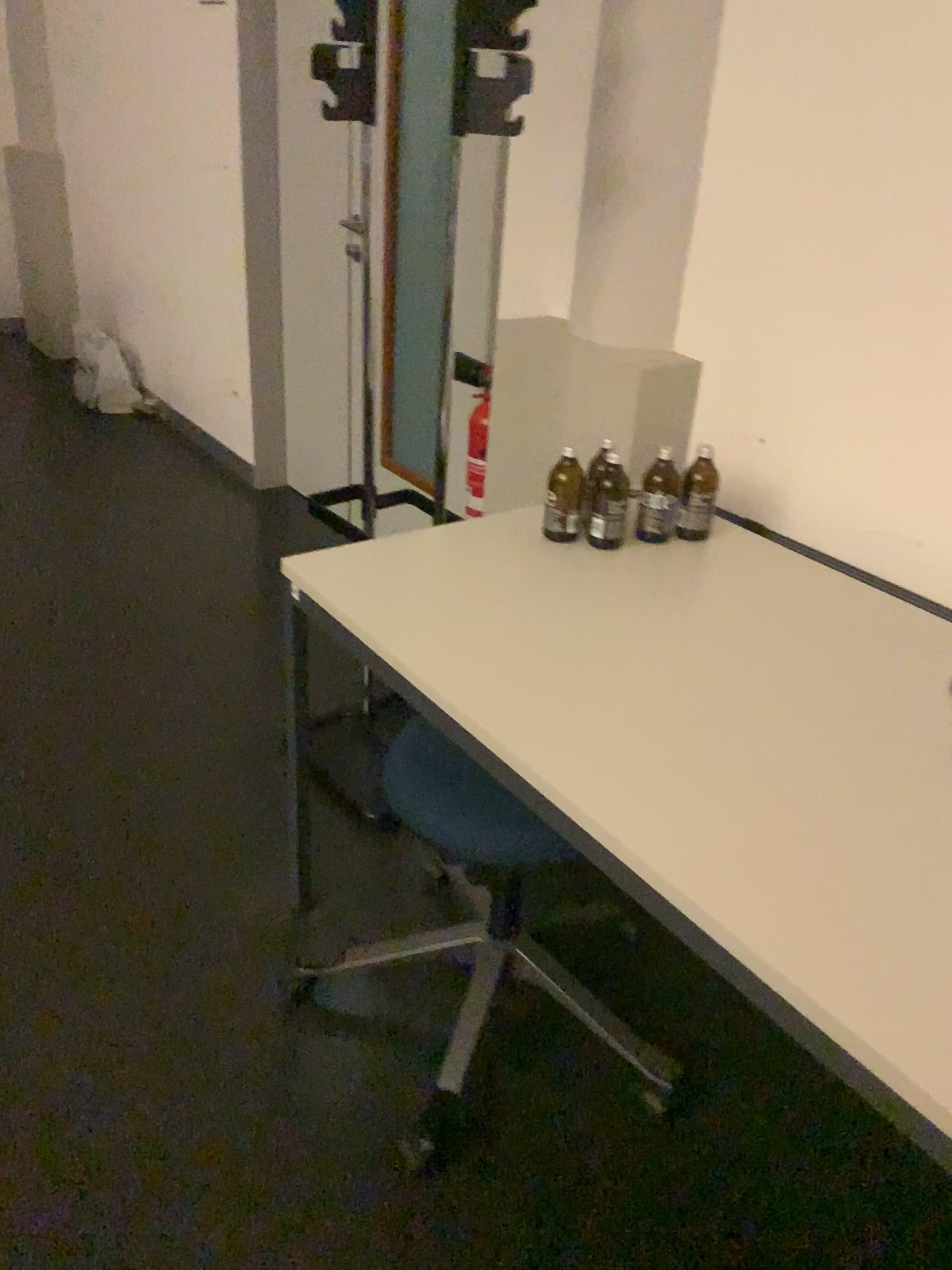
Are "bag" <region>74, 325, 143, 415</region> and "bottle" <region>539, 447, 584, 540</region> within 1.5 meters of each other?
no

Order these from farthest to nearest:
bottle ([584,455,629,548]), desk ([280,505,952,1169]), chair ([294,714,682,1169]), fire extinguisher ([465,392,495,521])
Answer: fire extinguisher ([465,392,495,521]) → bottle ([584,455,629,548]) → chair ([294,714,682,1169]) → desk ([280,505,952,1169])

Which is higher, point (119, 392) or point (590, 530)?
point (590, 530)

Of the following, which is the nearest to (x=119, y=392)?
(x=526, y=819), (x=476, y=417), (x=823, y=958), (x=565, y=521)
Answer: (x=476, y=417)

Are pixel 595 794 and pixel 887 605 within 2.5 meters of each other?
yes

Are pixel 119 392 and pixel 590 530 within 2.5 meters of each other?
no

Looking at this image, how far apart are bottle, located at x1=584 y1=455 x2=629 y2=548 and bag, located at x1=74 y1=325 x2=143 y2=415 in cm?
343

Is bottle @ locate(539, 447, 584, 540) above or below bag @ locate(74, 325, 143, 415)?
above

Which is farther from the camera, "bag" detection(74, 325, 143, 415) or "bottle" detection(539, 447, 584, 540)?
"bag" detection(74, 325, 143, 415)

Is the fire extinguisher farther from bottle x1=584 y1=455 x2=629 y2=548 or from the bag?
the bag
